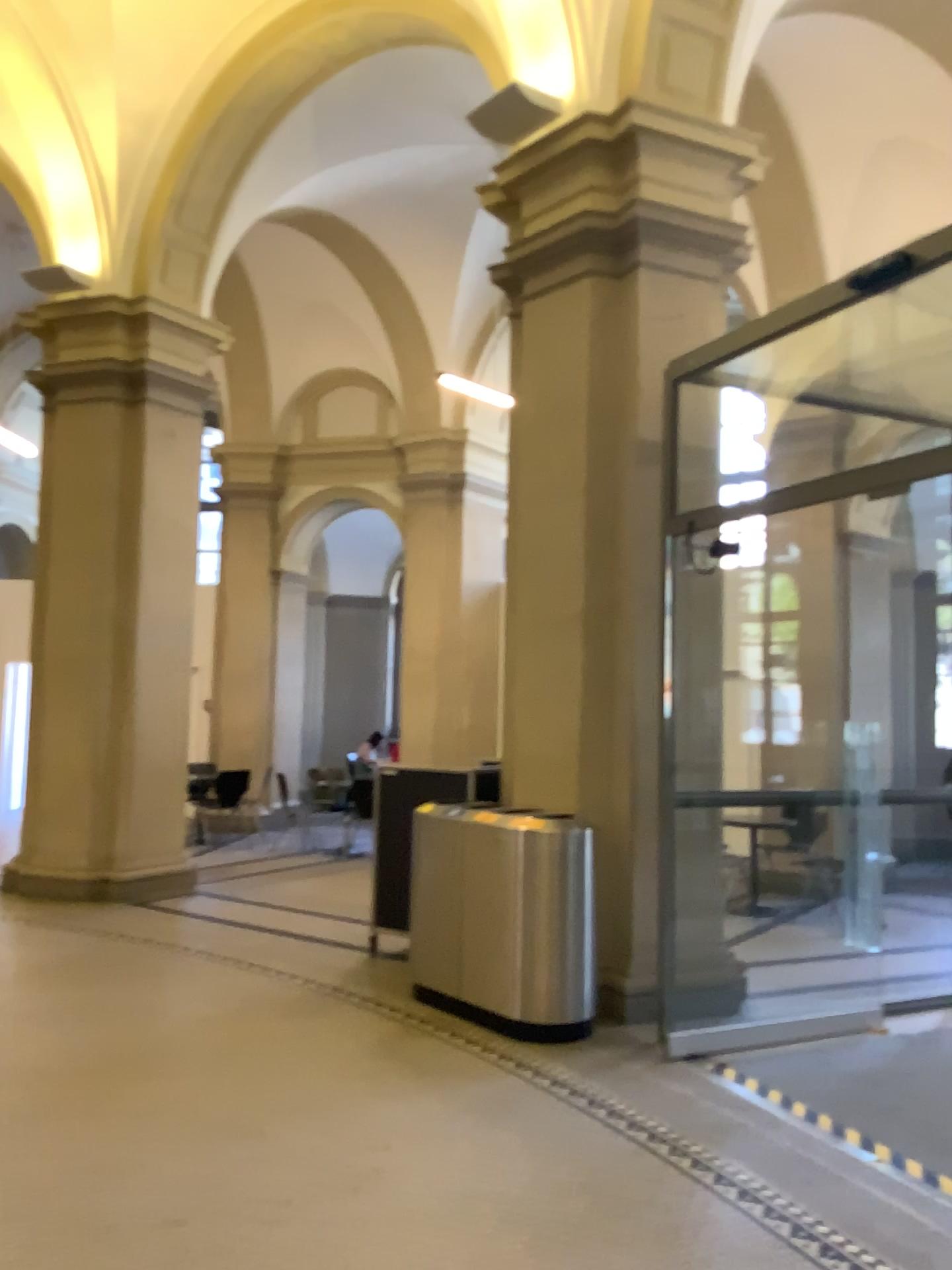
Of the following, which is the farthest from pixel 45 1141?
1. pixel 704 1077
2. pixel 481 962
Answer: pixel 704 1077
